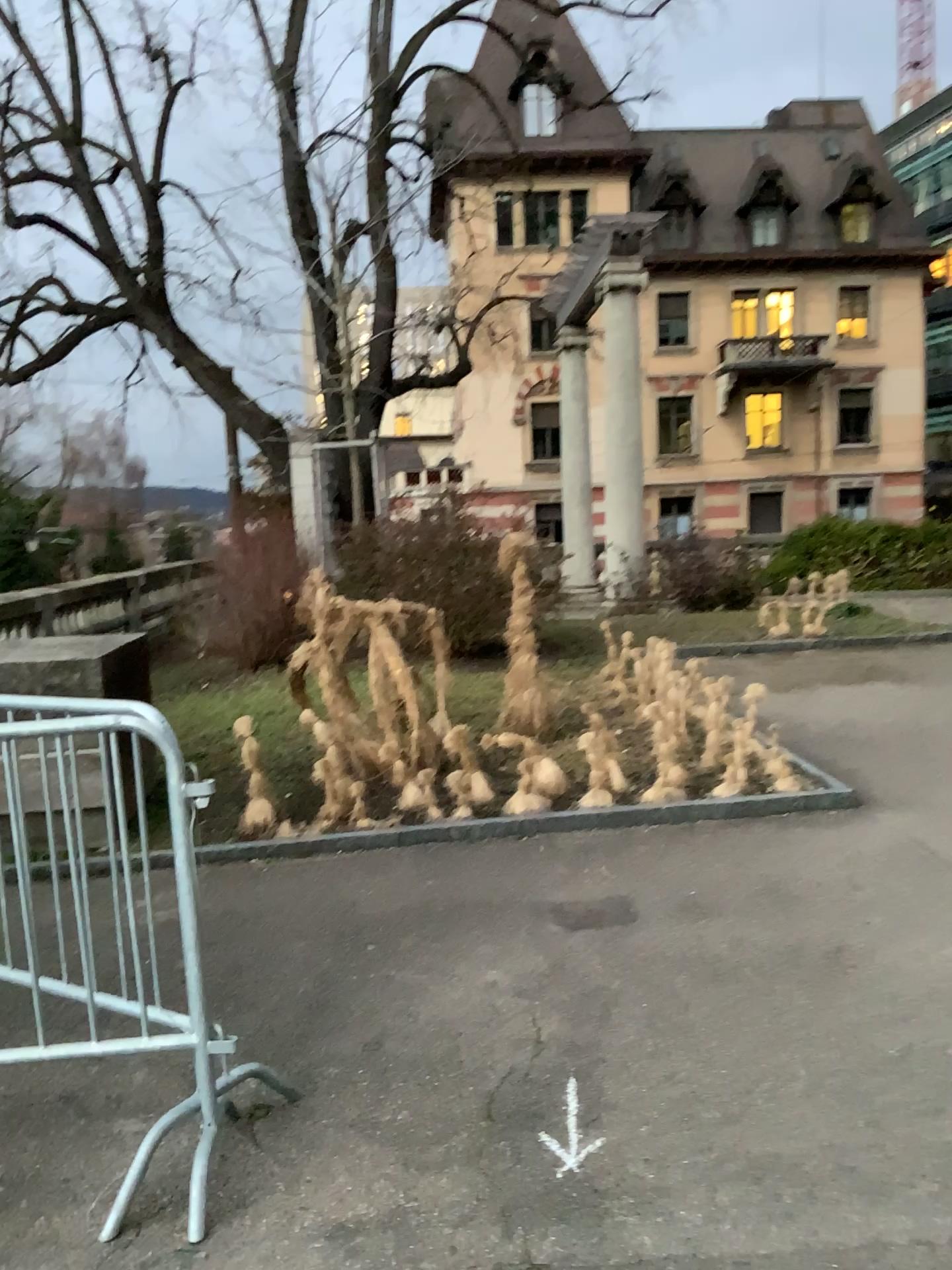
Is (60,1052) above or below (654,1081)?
above
